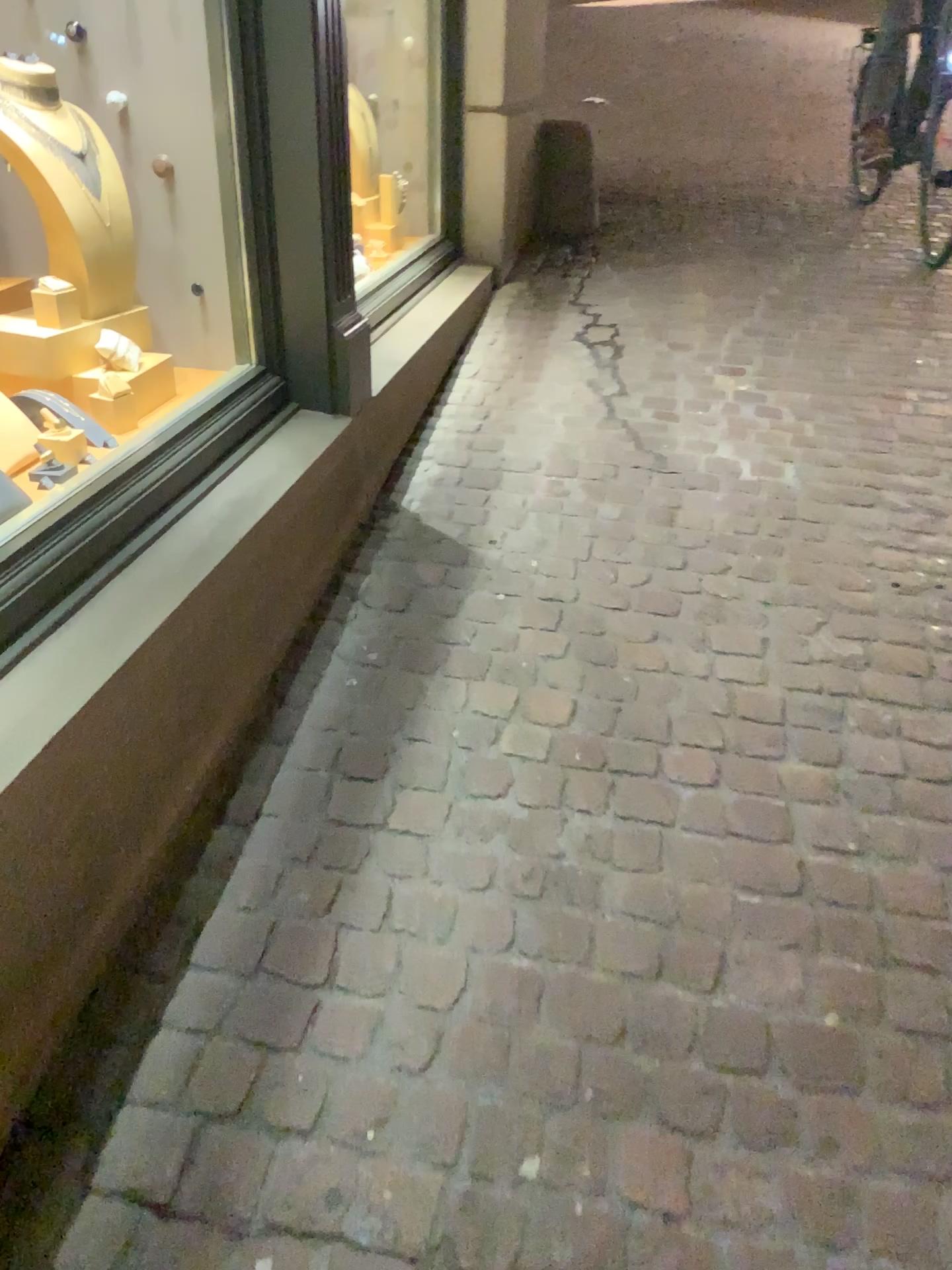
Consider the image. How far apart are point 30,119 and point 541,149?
3.05m

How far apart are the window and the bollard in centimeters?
266cm

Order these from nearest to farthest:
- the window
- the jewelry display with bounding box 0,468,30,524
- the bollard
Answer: the jewelry display with bounding box 0,468,30,524 < the window < the bollard

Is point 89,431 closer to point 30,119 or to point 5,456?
point 5,456

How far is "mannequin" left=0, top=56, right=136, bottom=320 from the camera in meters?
2.1

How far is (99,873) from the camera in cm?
146

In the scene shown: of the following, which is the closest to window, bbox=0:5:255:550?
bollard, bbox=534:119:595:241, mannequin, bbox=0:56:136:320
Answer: mannequin, bbox=0:56:136:320

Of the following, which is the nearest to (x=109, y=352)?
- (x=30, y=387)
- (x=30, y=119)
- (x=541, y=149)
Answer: (x=30, y=387)

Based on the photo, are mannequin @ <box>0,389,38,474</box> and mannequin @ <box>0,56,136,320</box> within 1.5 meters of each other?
yes

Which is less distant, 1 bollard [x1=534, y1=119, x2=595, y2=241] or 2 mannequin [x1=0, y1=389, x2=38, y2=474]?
2 mannequin [x1=0, y1=389, x2=38, y2=474]
